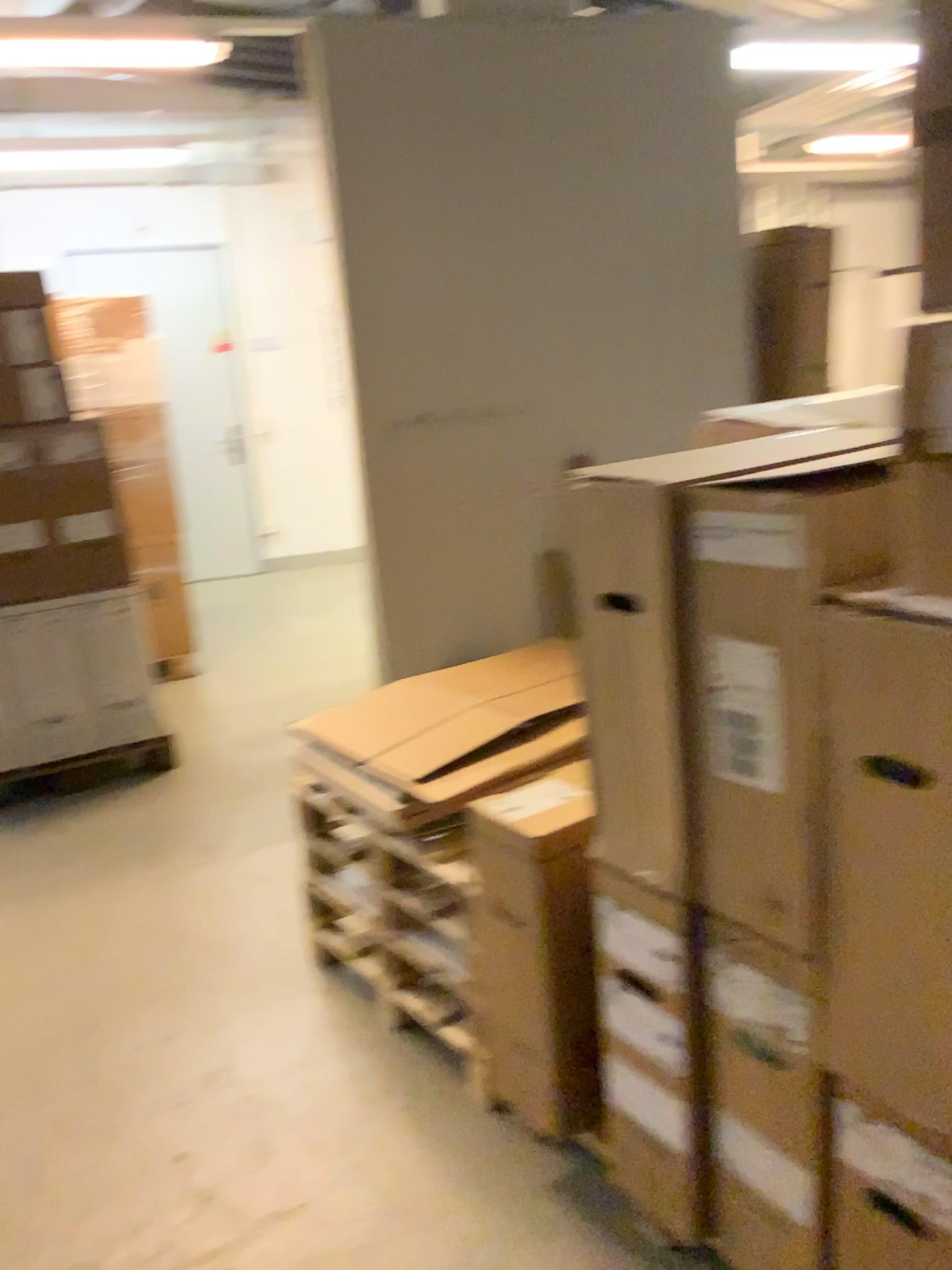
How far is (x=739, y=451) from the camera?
1.5m

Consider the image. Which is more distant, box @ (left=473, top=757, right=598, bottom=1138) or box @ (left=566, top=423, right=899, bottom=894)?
box @ (left=473, top=757, right=598, bottom=1138)

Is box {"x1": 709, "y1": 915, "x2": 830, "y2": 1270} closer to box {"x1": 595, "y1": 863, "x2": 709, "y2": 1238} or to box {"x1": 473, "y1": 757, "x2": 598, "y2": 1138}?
box {"x1": 595, "y1": 863, "x2": 709, "y2": 1238}

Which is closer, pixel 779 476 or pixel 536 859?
pixel 779 476

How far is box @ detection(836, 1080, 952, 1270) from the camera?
1.3m

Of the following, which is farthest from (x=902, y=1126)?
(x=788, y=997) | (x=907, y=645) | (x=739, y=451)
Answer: (x=739, y=451)

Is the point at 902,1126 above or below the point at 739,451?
below

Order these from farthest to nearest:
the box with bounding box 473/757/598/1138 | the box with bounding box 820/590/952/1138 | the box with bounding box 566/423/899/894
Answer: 1. the box with bounding box 473/757/598/1138
2. the box with bounding box 566/423/899/894
3. the box with bounding box 820/590/952/1138

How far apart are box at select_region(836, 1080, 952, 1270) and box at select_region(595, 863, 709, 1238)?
0.3m

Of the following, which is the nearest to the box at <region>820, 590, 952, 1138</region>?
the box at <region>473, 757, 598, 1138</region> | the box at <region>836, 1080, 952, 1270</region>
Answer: the box at <region>836, 1080, 952, 1270</region>
